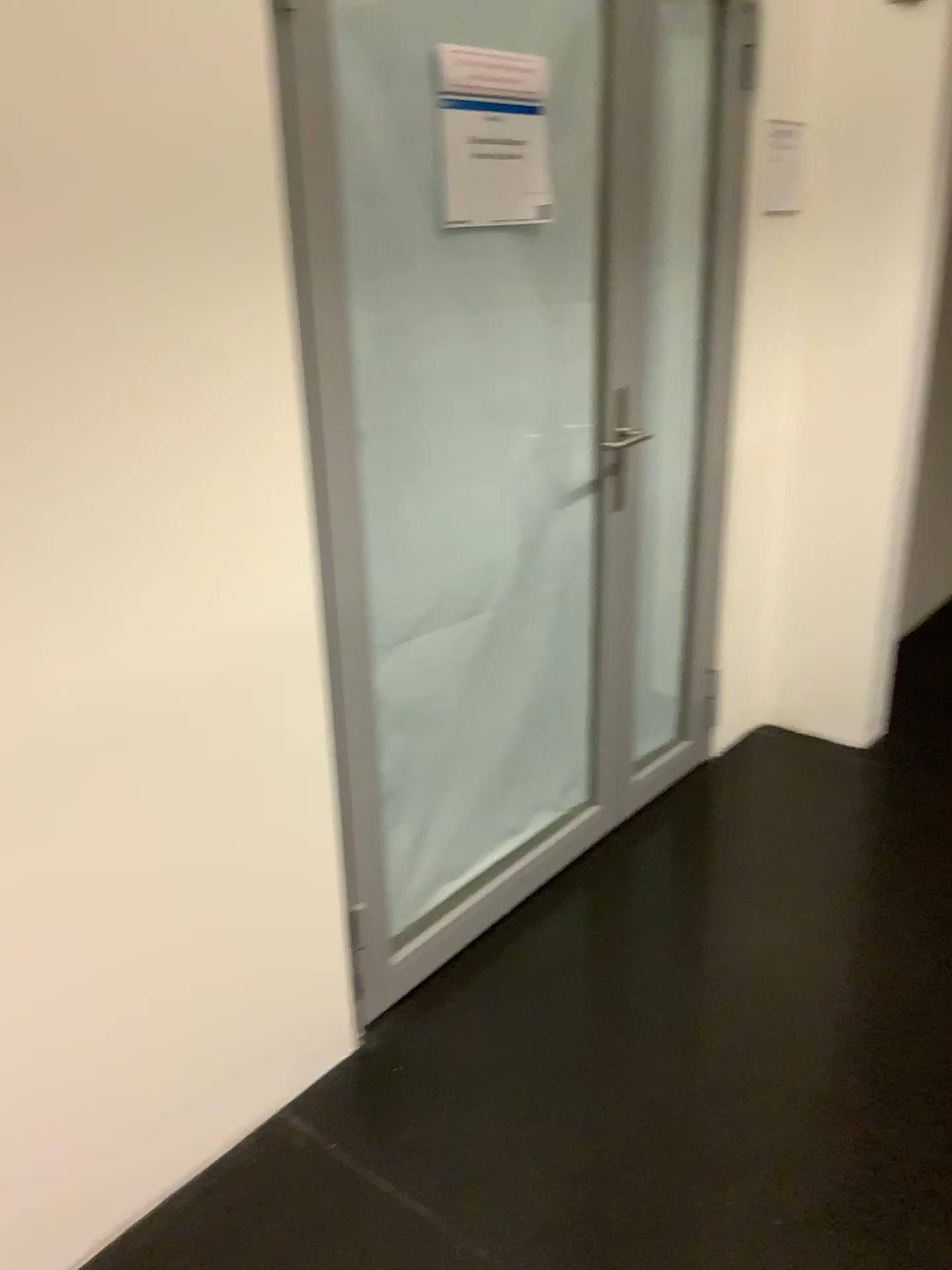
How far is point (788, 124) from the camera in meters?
2.6

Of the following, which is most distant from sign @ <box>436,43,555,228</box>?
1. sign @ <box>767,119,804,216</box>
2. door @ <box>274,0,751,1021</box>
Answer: sign @ <box>767,119,804,216</box>

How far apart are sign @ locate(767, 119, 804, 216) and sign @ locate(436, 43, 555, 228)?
0.94m

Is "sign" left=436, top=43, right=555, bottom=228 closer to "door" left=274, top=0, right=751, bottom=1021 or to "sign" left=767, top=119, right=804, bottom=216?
"door" left=274, top=0, right=751, bottom=1021

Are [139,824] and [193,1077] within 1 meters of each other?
yes

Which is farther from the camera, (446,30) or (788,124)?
(788,124)

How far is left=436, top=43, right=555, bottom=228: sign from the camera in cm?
185

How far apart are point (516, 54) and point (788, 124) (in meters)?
1.08

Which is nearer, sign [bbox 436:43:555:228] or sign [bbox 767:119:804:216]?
sign [bbox 436:43:555:228]
